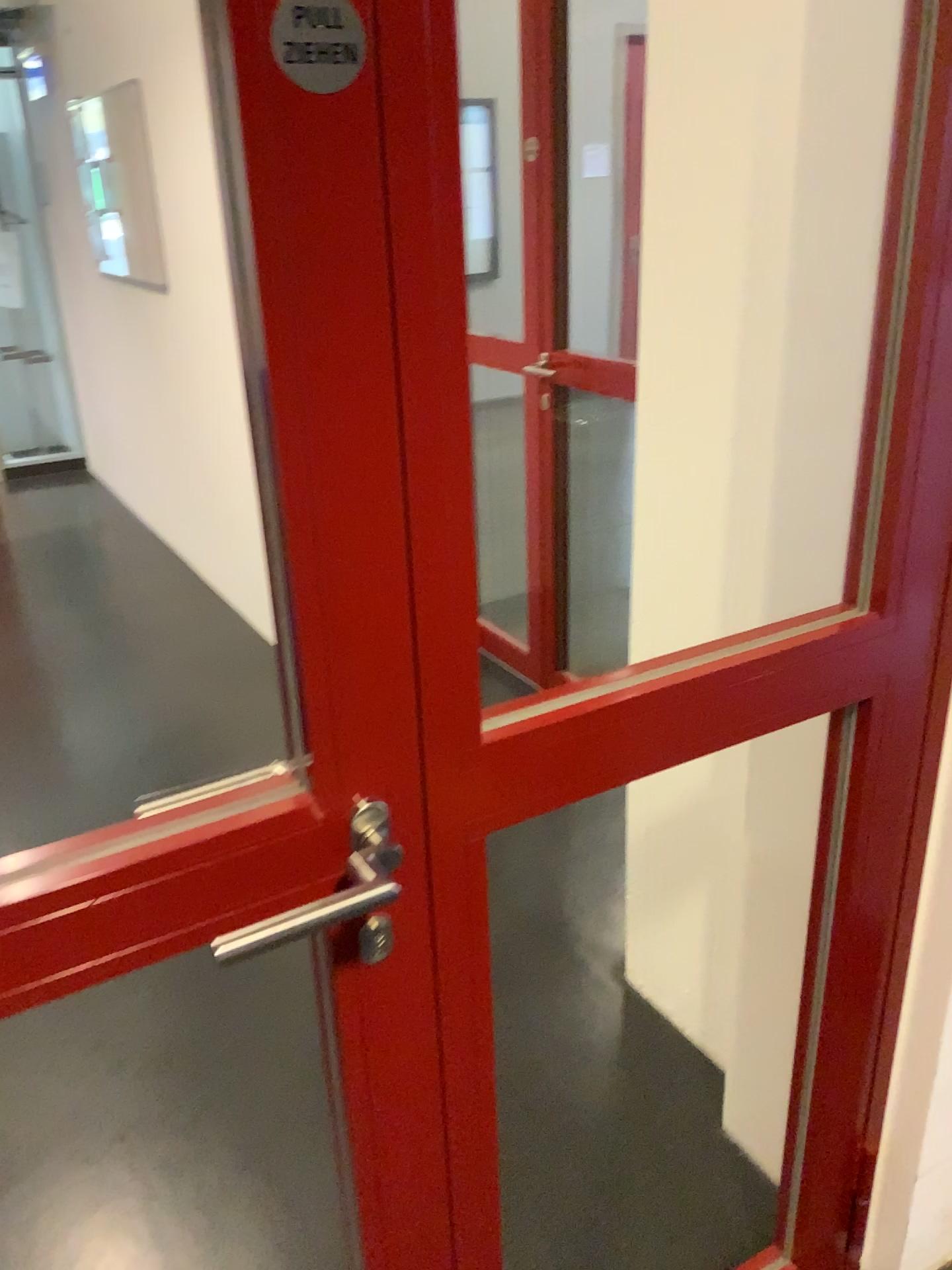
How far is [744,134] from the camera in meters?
1.5

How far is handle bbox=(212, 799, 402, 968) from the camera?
0.8 meters

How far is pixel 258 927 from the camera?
0.82m
